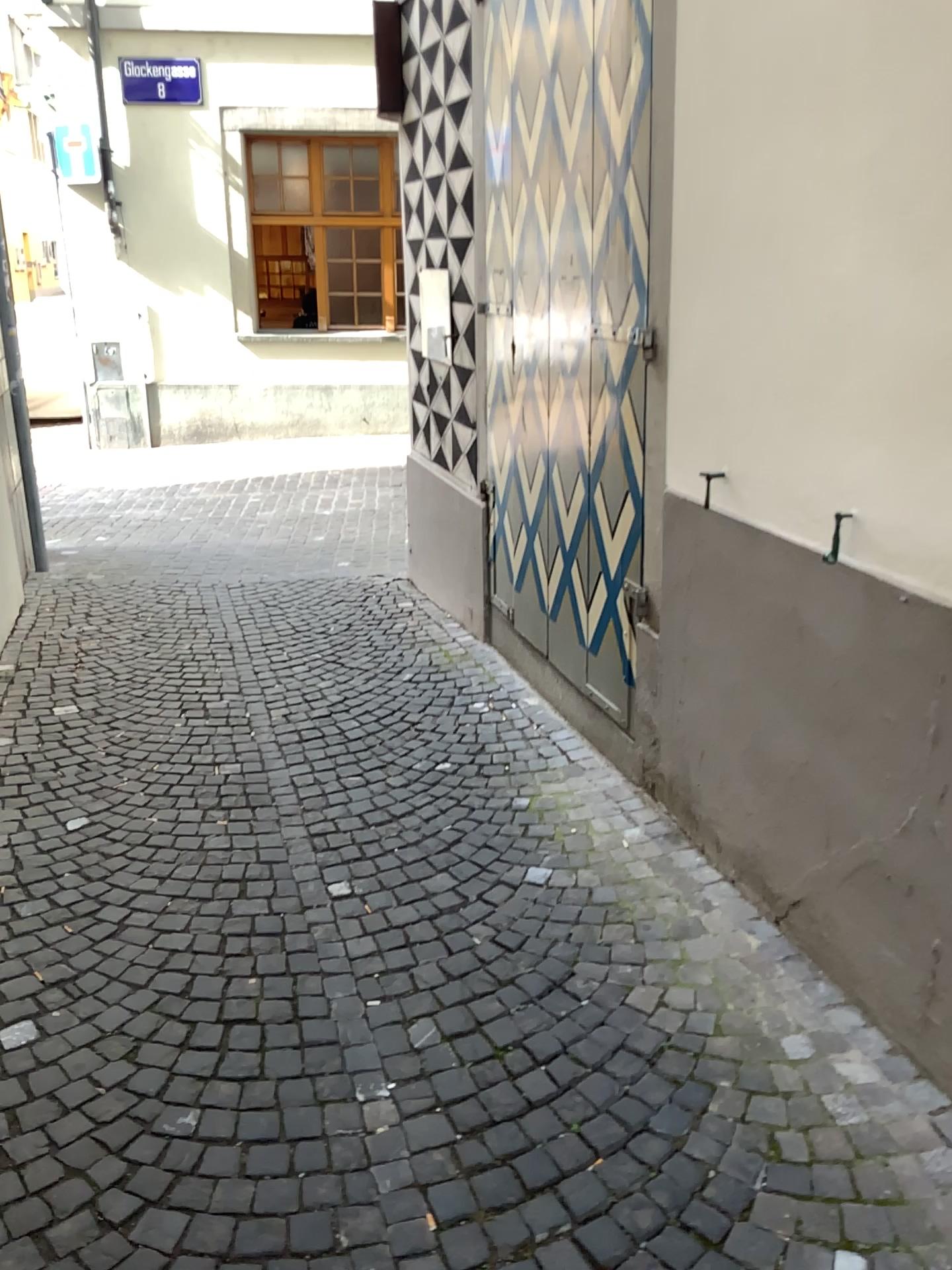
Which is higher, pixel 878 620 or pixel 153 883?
pixel 878 620
